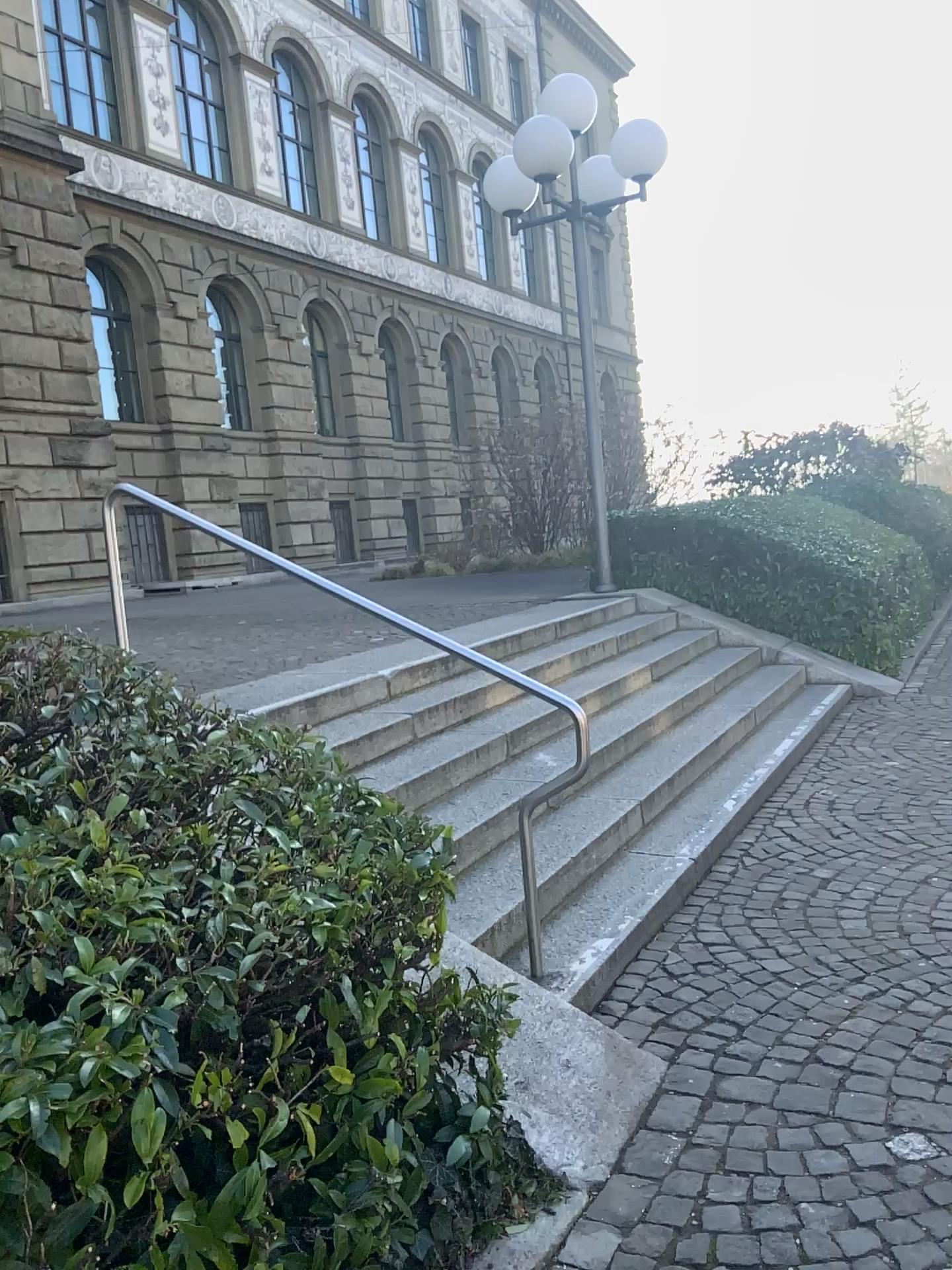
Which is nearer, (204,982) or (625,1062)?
(204,982)
